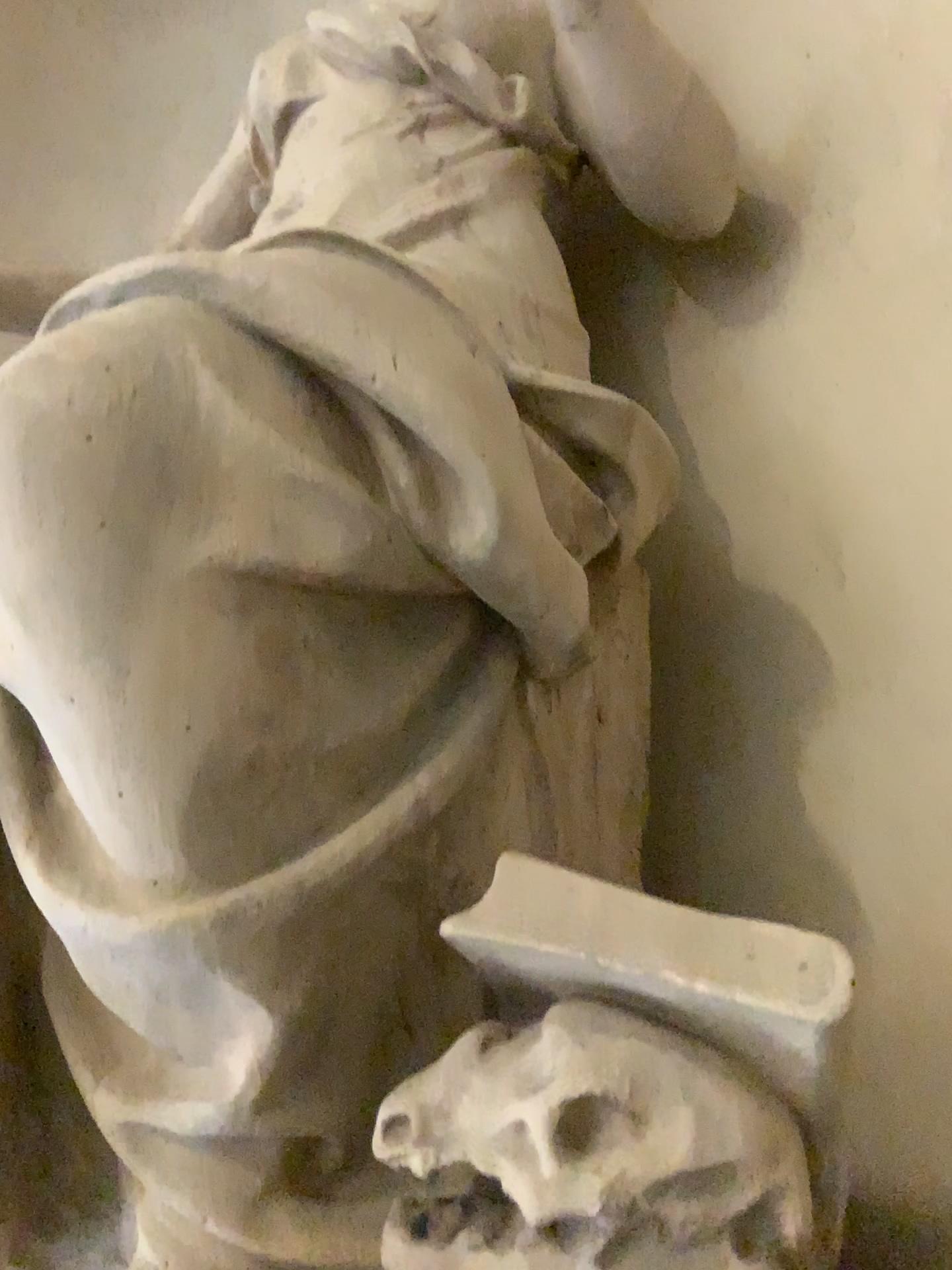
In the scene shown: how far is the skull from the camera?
0.9m

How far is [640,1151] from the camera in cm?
92

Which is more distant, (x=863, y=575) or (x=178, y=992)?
(x=863, y=575)

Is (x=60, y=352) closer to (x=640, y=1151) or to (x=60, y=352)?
(x=60, y=352)

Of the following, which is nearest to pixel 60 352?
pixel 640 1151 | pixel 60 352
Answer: pixel 60 352
